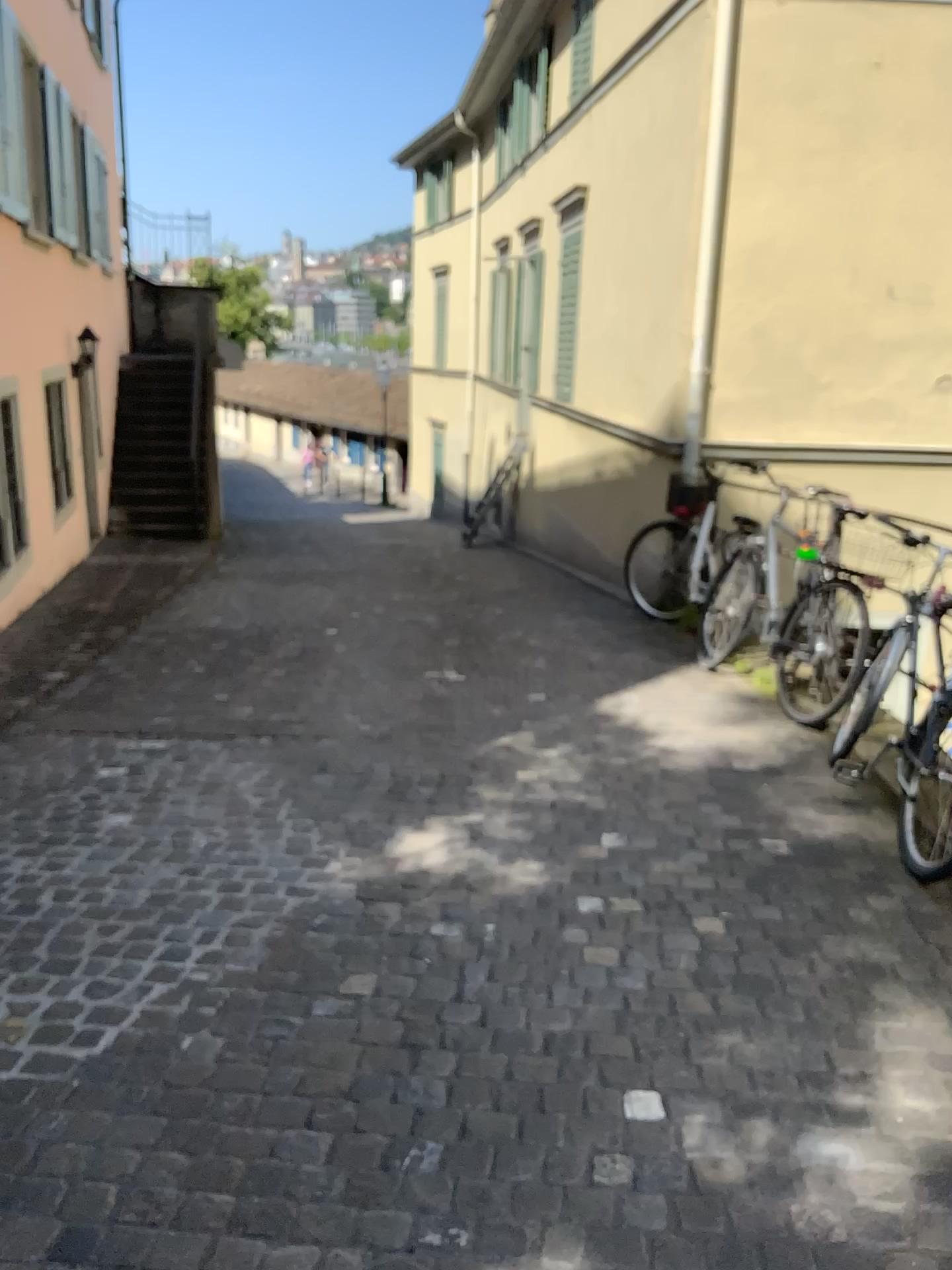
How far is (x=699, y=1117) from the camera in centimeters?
216cm
